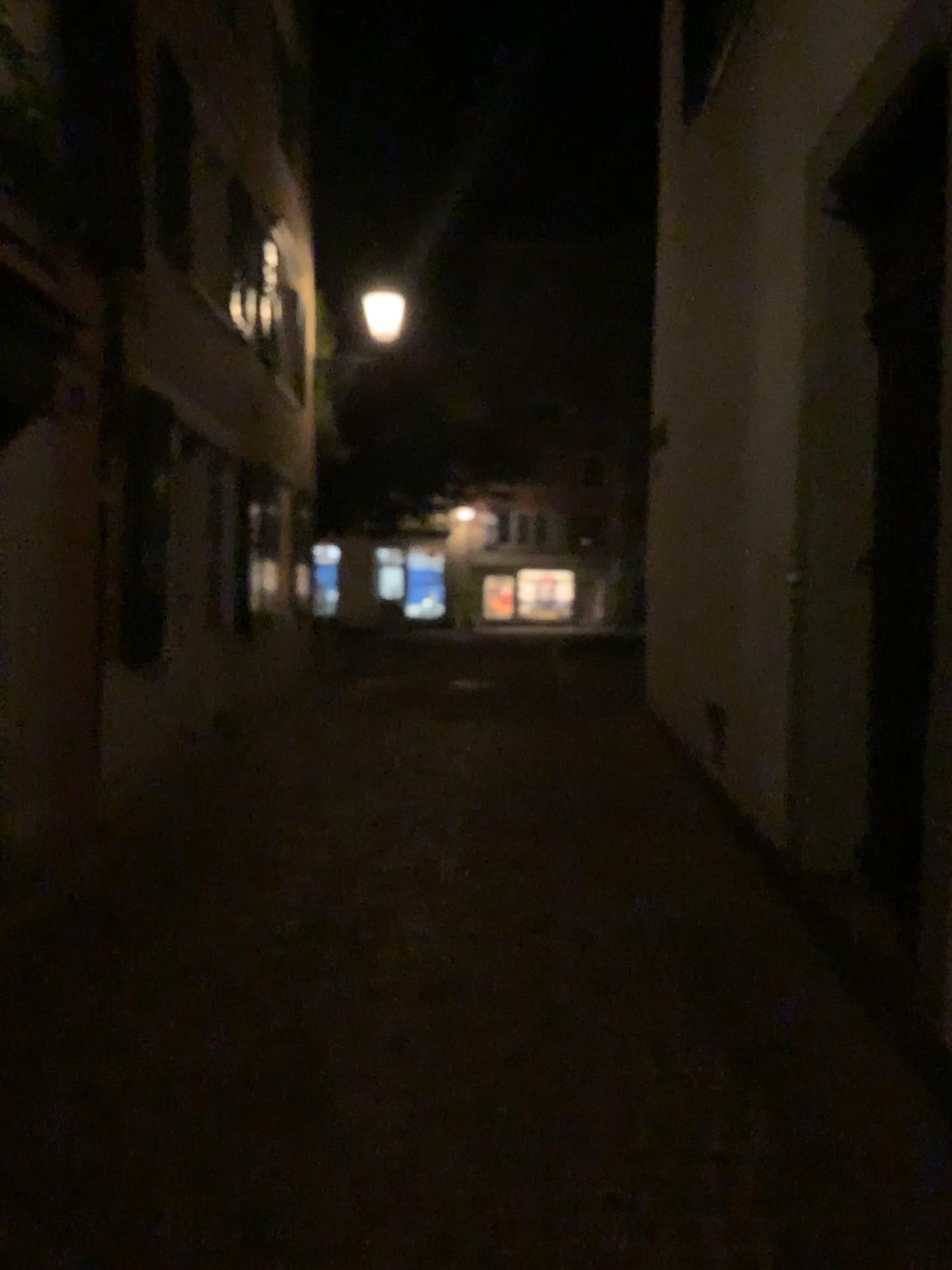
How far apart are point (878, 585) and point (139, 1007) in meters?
3.2 m
